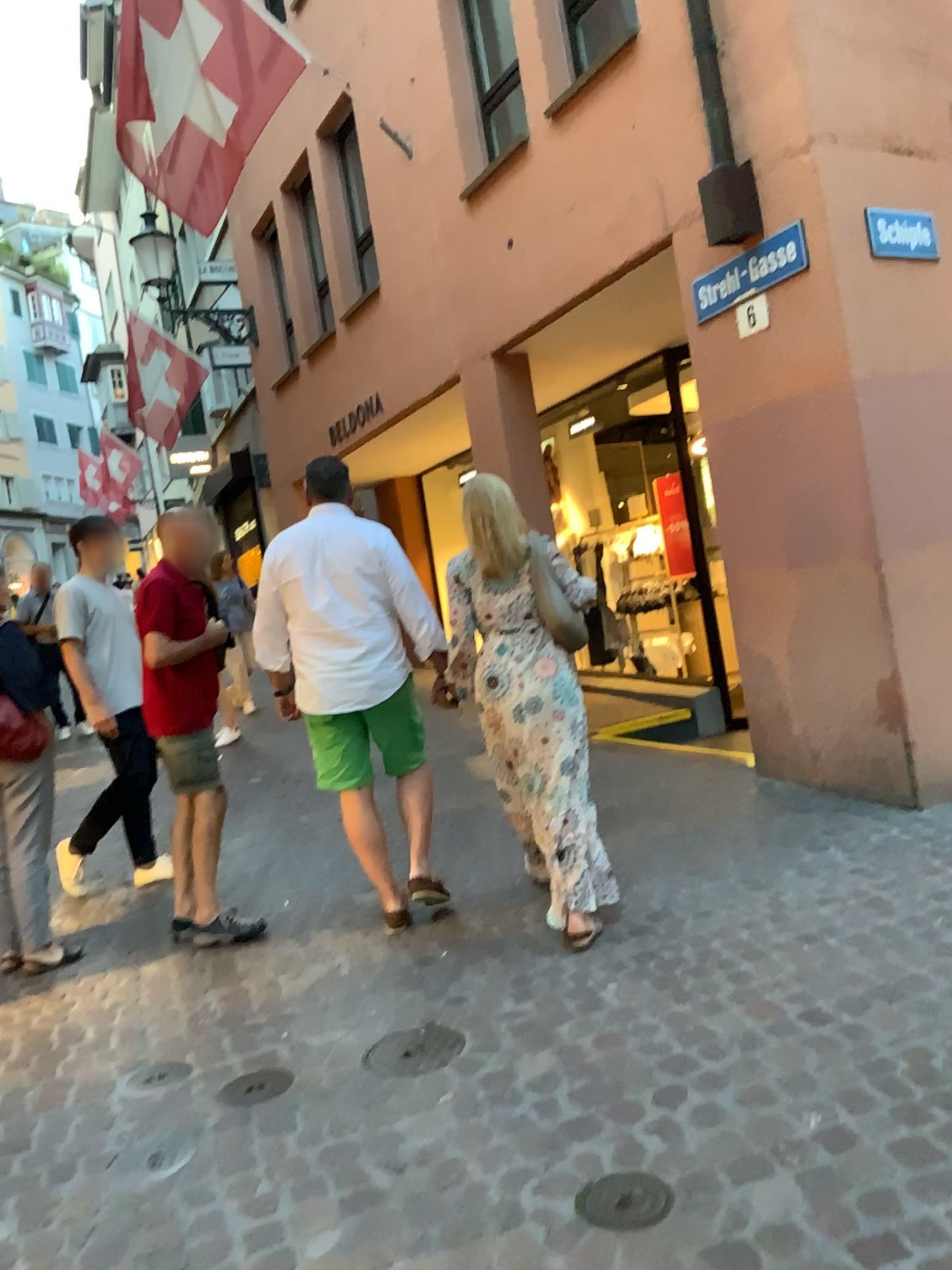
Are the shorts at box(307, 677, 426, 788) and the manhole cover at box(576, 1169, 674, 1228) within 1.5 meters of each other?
no

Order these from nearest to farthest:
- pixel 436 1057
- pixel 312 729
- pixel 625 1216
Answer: pixel 625 1216
pixel 436 1057
pixel 312 729

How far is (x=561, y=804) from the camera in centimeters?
358cm

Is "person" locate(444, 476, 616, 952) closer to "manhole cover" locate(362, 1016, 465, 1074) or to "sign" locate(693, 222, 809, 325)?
"manhole cover" locate(362, 1016, 465, 1074)

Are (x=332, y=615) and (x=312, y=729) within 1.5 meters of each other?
yes

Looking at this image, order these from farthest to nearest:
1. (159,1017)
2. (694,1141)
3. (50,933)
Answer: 1. (50,933)
2. (159,1017)
3. (694,1141)

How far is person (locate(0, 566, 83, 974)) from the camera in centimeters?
399cm

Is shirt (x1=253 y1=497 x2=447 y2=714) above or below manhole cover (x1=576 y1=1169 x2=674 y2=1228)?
above

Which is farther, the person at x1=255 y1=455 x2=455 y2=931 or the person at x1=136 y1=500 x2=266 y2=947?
the person at x1=136 y1=500 x2=266 y2=947

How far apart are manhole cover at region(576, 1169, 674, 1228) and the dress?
1.32m
